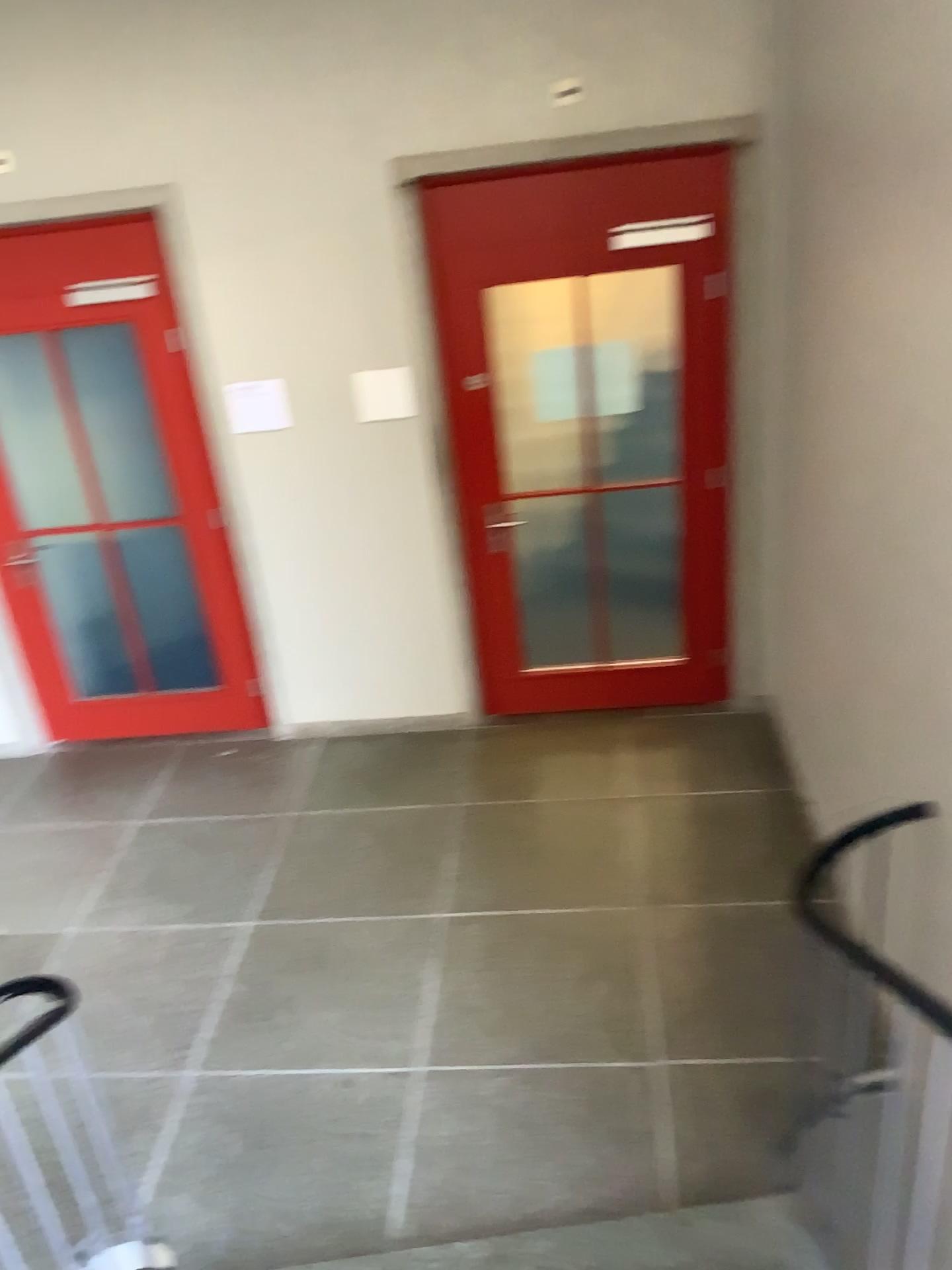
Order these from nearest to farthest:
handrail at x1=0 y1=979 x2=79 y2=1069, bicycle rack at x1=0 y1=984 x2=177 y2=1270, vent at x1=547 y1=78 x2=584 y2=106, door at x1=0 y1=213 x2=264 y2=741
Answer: handrail at x1=0 y1=979 x2=79 y2=1069 → bicycle rack at x1=0 y1=984 x2=177 y2=1270 → vent at x1=547 y1=78 x2=584 y2=106 → door at x1=0 y1=213 x2=264 y2=741

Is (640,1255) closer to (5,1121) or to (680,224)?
(5,1121)

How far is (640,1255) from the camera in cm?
240

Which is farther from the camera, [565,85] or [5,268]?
[5,268]

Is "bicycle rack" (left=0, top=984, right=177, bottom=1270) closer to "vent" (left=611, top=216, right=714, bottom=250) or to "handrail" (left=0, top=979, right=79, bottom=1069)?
"handrail" (left=0, top=979, right=79, bottom=1069)

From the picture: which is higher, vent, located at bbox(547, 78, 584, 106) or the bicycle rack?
vent, located at bbox(547, 78, 584, 106)

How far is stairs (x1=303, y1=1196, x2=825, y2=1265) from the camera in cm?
240

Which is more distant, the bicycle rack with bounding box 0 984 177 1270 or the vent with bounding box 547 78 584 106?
the vent with bounding box 547 78 584 106

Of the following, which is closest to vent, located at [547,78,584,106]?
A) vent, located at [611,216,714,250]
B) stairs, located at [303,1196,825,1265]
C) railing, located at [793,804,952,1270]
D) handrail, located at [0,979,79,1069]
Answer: vent, located at [611,216,714,250]

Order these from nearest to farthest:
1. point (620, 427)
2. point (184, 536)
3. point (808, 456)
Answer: point (808, 456) < point (620, 427) < point (184, 536)
